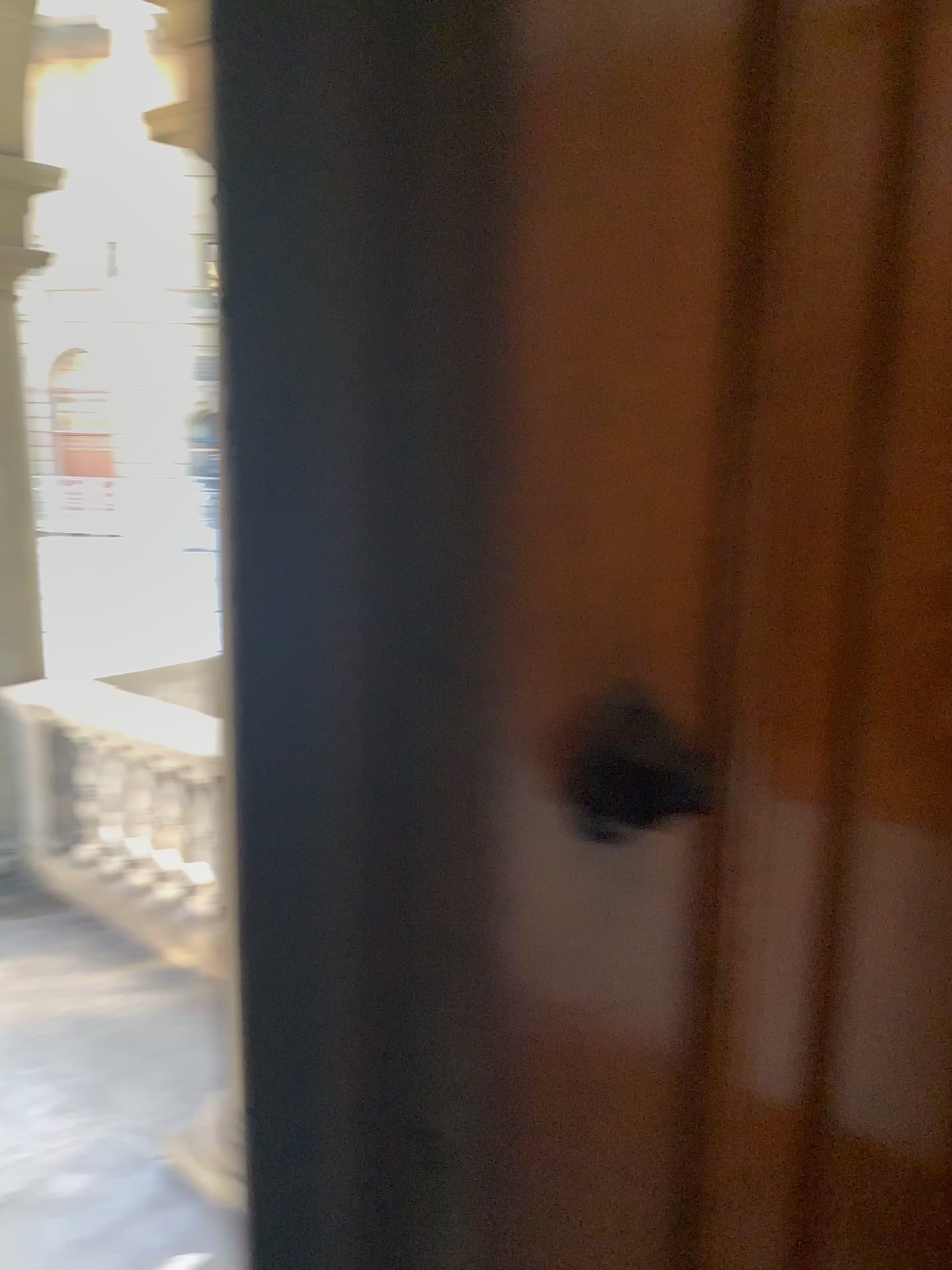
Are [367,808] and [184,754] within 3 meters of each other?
no

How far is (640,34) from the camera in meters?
0.4 m

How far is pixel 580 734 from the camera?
0.37m

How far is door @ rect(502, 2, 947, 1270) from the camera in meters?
0.4 m

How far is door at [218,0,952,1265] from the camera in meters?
0.3

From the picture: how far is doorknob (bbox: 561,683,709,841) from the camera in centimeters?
37cm

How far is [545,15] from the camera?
0.3m
